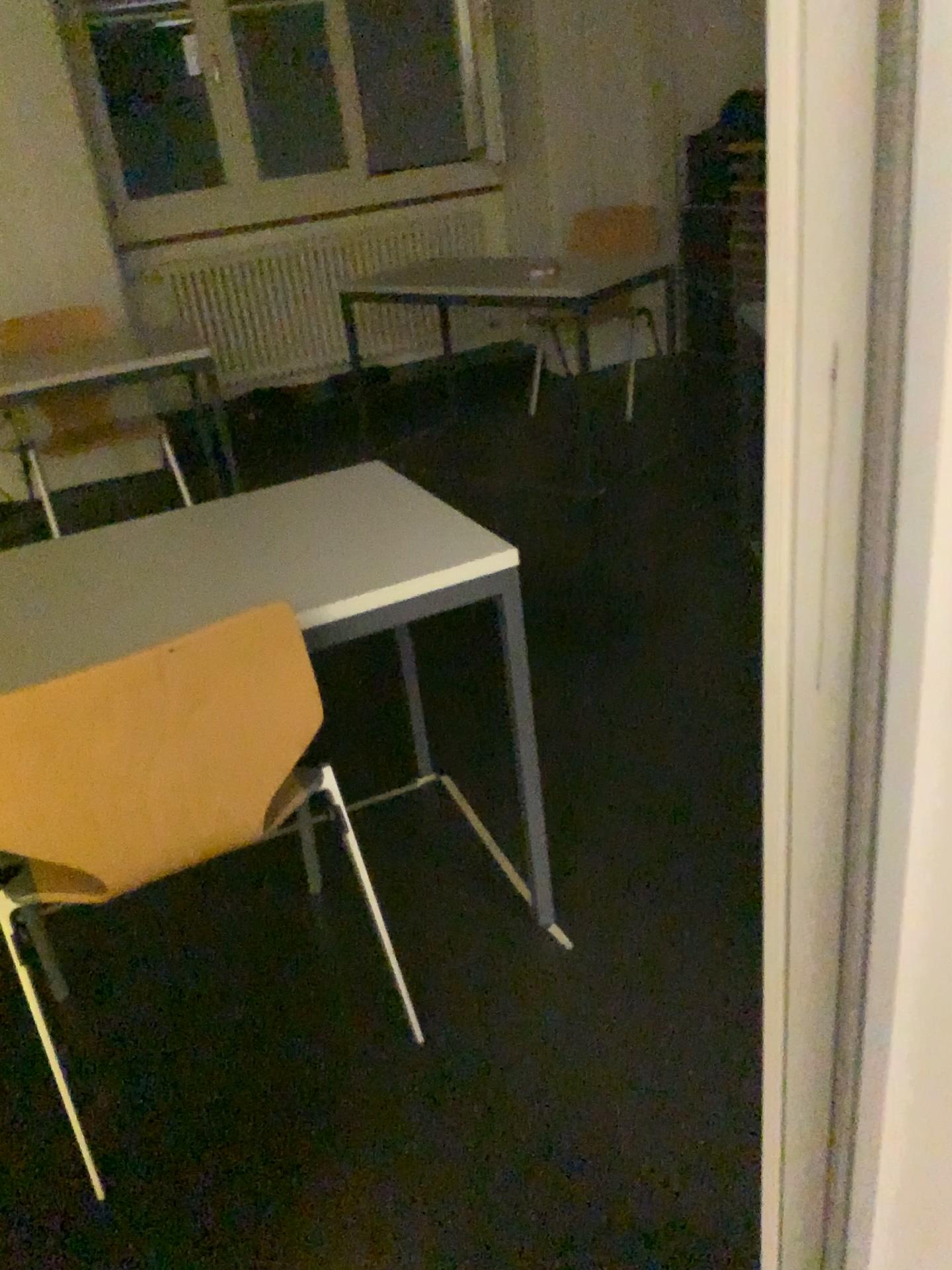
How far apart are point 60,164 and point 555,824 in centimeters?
358cm

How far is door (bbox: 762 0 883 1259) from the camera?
0.49m

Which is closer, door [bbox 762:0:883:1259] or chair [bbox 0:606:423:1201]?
door [bbox 762:0:883:1259]

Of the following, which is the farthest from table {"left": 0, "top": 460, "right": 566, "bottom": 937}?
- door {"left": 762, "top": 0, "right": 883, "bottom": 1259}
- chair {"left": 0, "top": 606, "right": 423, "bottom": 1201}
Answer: door {"left": 762, "top": 0, "right": 883, "bottom": 1259}

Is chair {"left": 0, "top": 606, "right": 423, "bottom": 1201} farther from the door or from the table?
the door

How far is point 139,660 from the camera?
1.2m

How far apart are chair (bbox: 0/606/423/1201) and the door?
0.75m

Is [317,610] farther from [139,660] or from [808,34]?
[808,34]

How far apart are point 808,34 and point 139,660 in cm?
97
